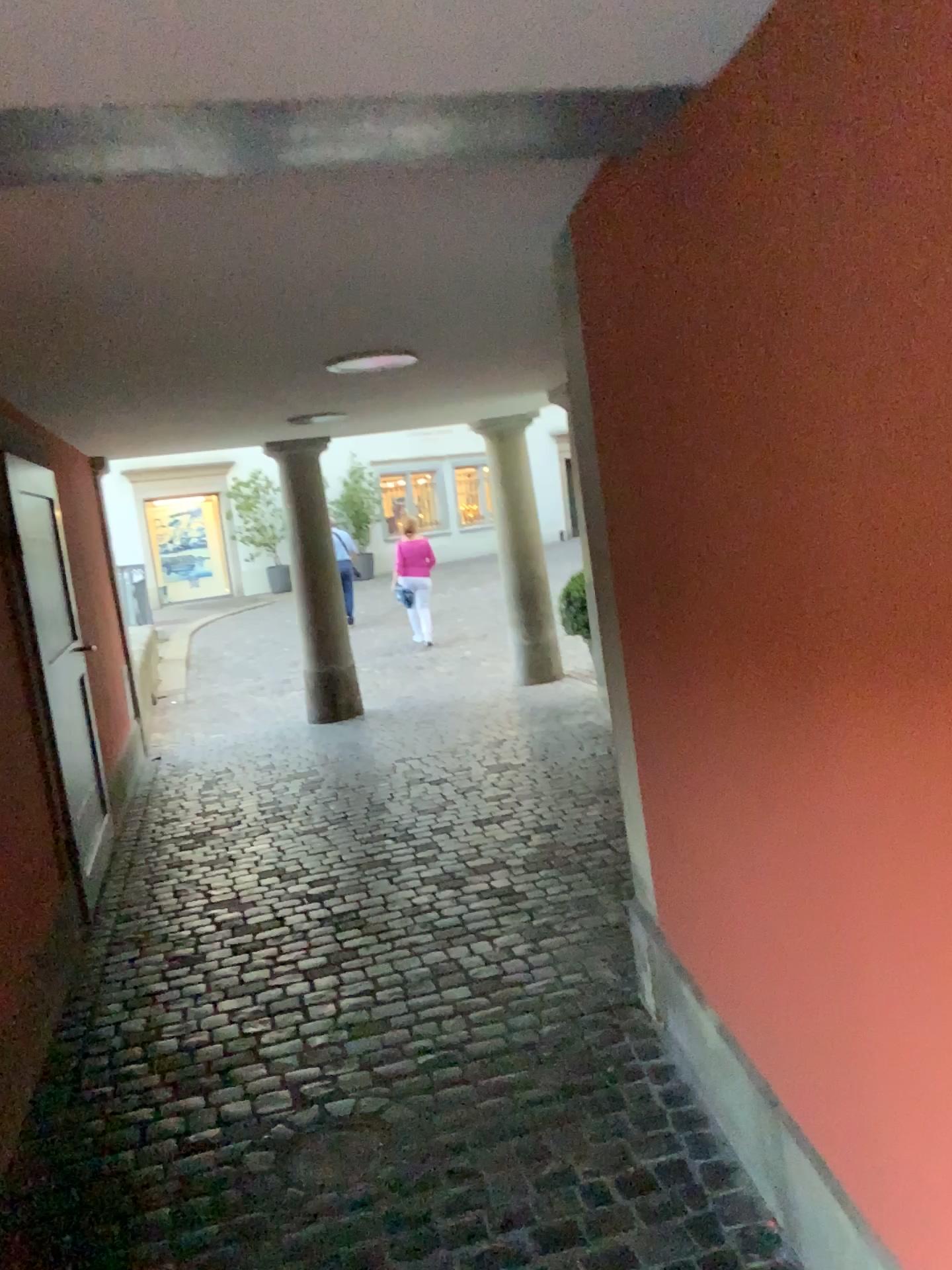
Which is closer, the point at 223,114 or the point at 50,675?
the point at 223,114
